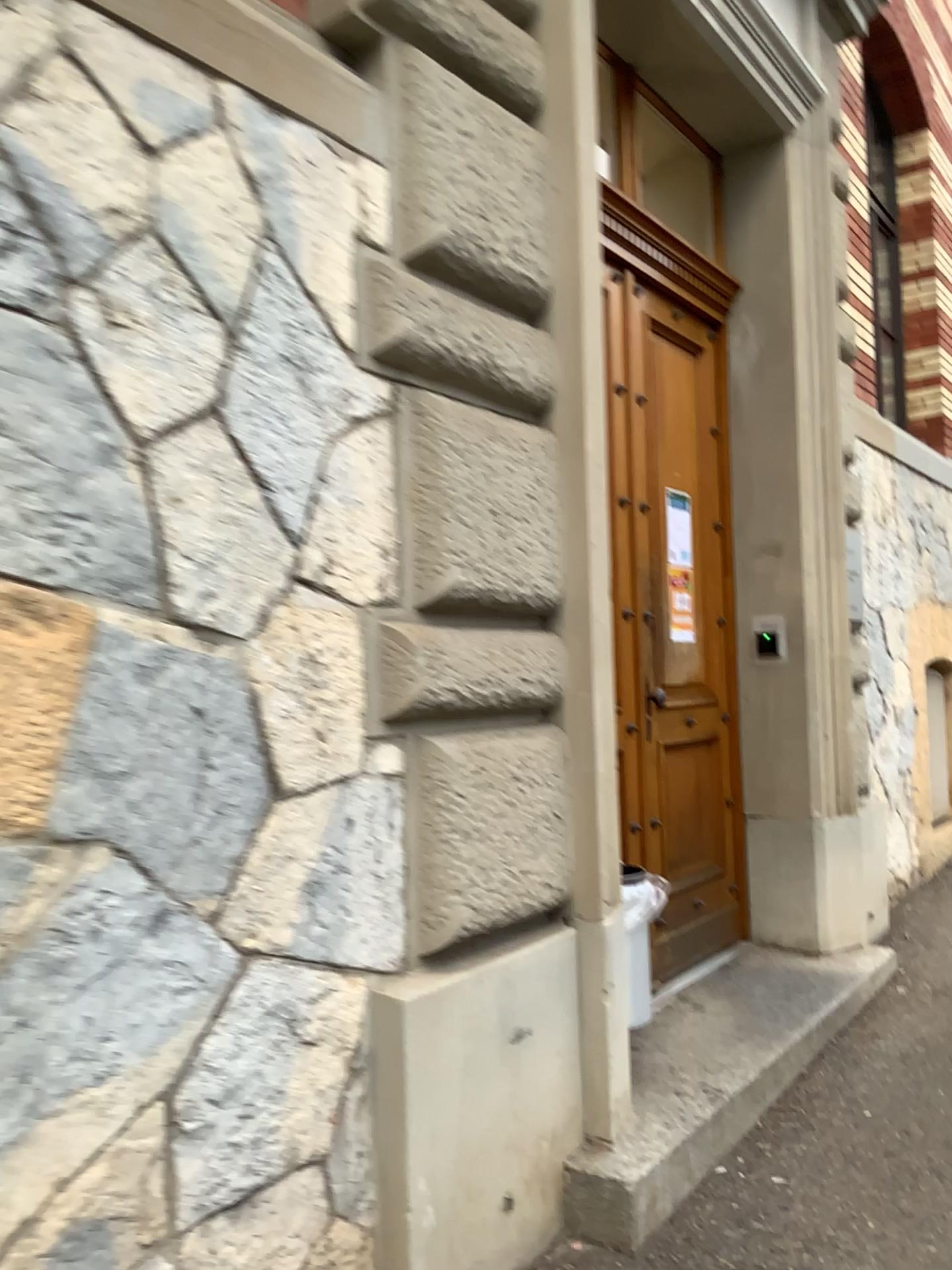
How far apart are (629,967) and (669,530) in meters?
1.8

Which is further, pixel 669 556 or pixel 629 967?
pixel 669 556

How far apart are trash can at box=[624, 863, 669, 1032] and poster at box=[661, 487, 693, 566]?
1.4m

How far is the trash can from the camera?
3.0m

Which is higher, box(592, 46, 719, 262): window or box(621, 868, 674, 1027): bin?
box(592, 46, 719, 262): window

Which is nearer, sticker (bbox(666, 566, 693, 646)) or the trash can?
the trash can

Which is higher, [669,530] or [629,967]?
[669,530]

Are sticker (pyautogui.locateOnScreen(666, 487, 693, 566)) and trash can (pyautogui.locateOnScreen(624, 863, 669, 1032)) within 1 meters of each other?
no

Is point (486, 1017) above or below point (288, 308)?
below

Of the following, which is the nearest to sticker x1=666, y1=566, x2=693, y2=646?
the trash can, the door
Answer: the door
